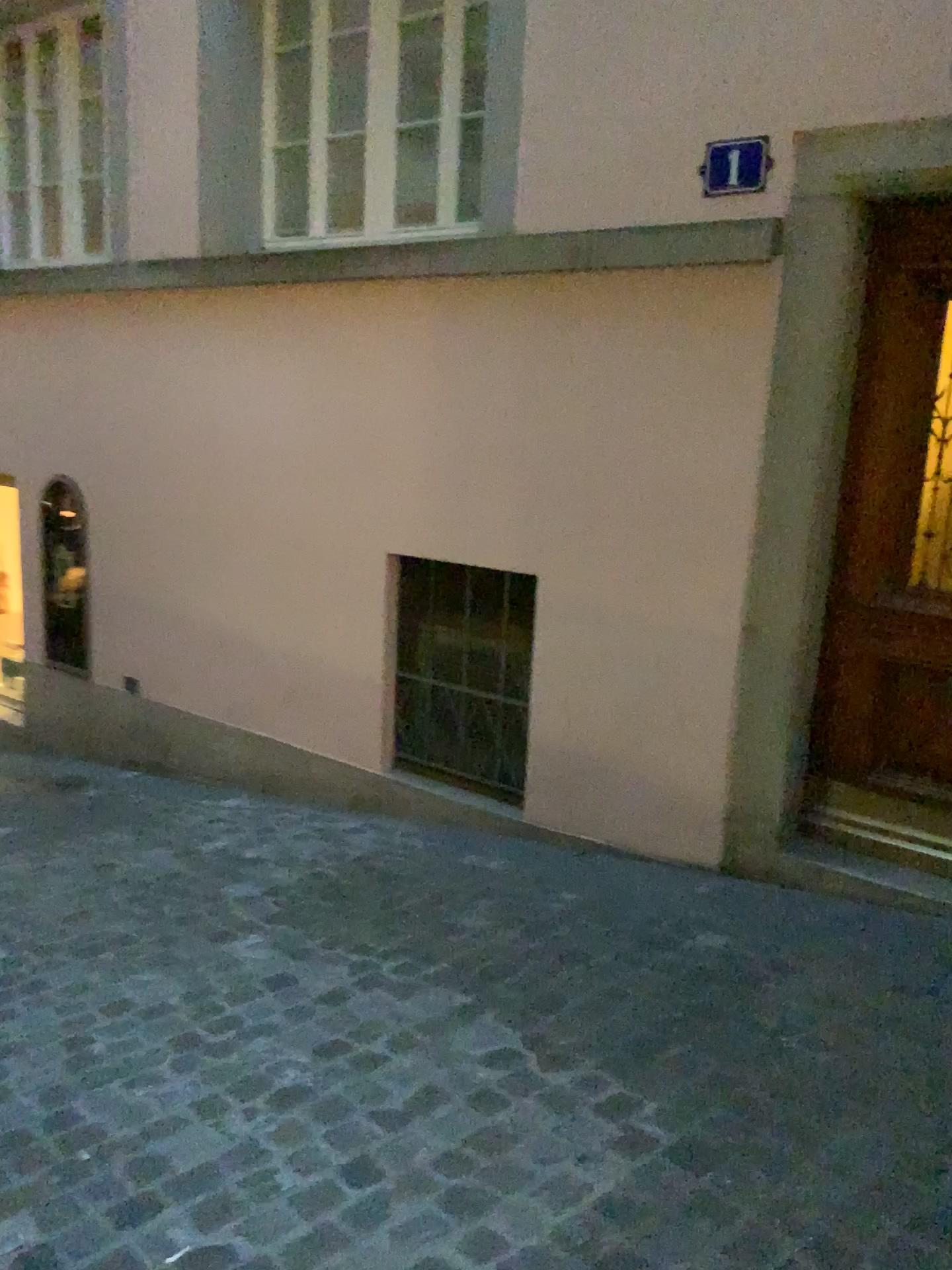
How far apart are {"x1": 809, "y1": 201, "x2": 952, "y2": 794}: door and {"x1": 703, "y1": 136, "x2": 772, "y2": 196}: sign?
0.4 meters

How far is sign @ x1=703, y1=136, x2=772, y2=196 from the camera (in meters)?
3.17

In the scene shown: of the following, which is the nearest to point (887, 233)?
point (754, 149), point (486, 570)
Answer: point (754, 149)

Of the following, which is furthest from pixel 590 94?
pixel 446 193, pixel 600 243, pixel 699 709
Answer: pixel 699 709

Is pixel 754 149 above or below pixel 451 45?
below

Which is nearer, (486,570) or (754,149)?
(754,149)

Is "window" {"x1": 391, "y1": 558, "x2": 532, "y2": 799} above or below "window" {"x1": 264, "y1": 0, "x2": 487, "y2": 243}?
below

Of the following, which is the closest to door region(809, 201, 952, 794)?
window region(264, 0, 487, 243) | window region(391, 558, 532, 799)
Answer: window region(391, 558, 532, 799)

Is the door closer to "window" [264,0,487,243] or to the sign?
the sign

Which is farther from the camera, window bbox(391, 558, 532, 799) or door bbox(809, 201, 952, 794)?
window bbox(391, 558, 532, 799)
